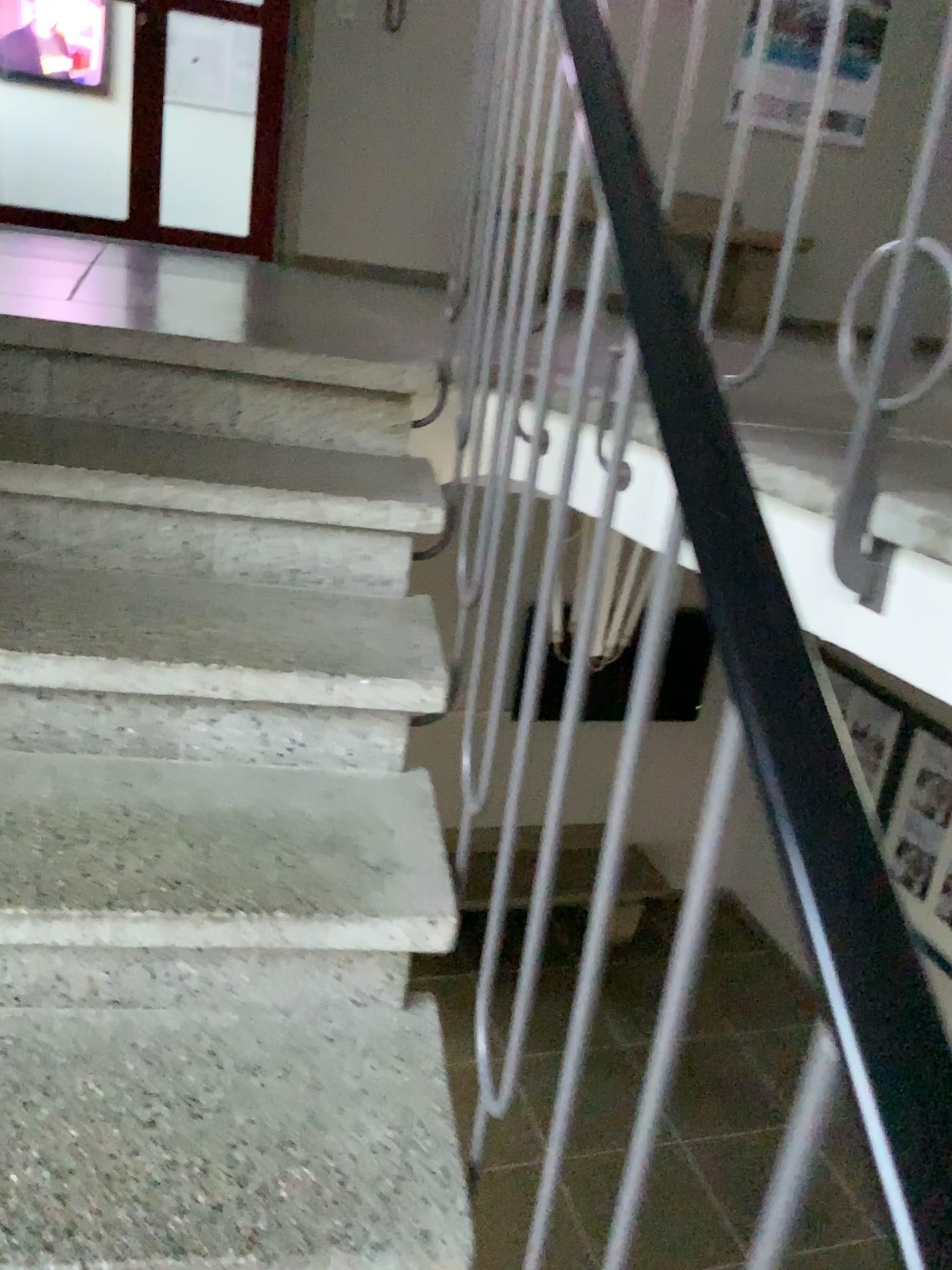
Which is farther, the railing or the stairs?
the stairs

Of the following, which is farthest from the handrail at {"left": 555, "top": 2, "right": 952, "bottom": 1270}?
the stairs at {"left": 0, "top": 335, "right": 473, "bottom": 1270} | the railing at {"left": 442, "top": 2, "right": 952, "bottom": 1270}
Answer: the stairs at {"left": 0, "top": 335, "right": 473, "bottom": 1270}

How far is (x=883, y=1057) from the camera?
0.4 meters

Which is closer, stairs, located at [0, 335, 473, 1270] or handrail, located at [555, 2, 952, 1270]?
handrail, located at [555, 2, 952, 1270]

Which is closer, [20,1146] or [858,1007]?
[858,1007]

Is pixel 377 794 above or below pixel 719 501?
below

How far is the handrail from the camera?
0.4 meters

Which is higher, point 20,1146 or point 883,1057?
point 883,1057

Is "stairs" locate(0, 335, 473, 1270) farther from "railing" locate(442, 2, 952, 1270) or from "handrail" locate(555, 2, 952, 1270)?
"handrail" locate(555, 2, 952, 1270)
